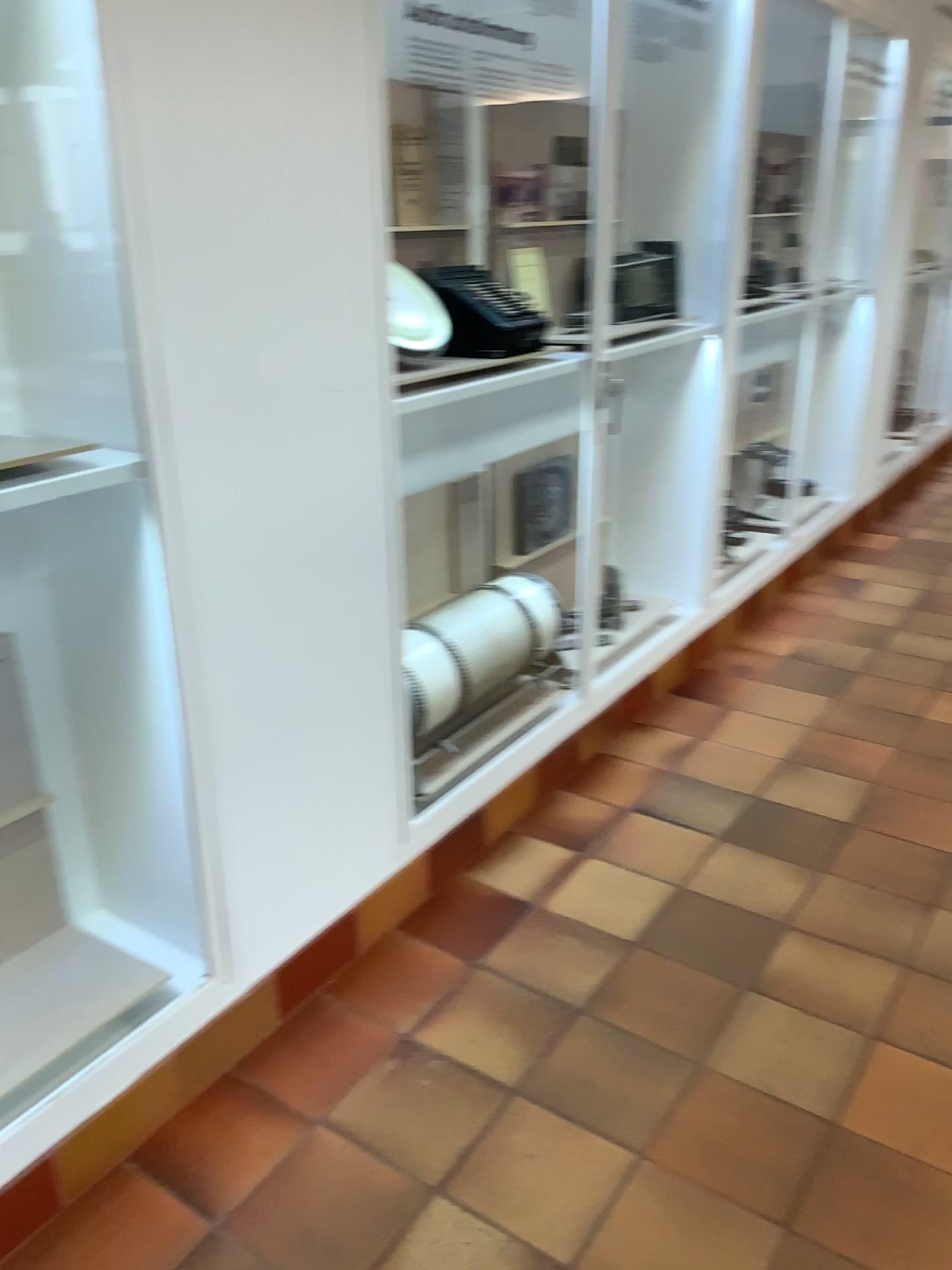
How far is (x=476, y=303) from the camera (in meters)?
2.52

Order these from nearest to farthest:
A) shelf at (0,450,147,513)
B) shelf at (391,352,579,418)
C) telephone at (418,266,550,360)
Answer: shelf at (0,450,147,513), shelf at (391,352,579,418), telephone at (418,266,550,360)

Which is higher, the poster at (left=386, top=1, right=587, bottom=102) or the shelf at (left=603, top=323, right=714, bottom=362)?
the poster at (left=386, top=1, right=587, bottom=102)

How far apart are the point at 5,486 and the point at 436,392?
1.0m

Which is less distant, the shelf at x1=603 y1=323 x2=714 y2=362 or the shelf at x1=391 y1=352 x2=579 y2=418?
the shelf at x1=391 y1=352 x2=579 y2=418

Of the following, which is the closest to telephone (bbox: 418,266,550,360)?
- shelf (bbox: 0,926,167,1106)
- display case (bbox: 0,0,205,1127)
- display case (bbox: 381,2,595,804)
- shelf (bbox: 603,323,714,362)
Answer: display case (bbox: 381,2,595,804)

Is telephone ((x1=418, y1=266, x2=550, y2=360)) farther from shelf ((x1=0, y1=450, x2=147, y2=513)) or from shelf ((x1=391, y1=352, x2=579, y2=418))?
shelf ((x1=0, y1=450, x2=147, y2=513))

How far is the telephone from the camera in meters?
2.5

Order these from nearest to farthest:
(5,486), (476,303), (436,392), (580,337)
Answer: (5,486), (436,392), (476,303), (580,337)

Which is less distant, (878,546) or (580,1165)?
(580,1165)
